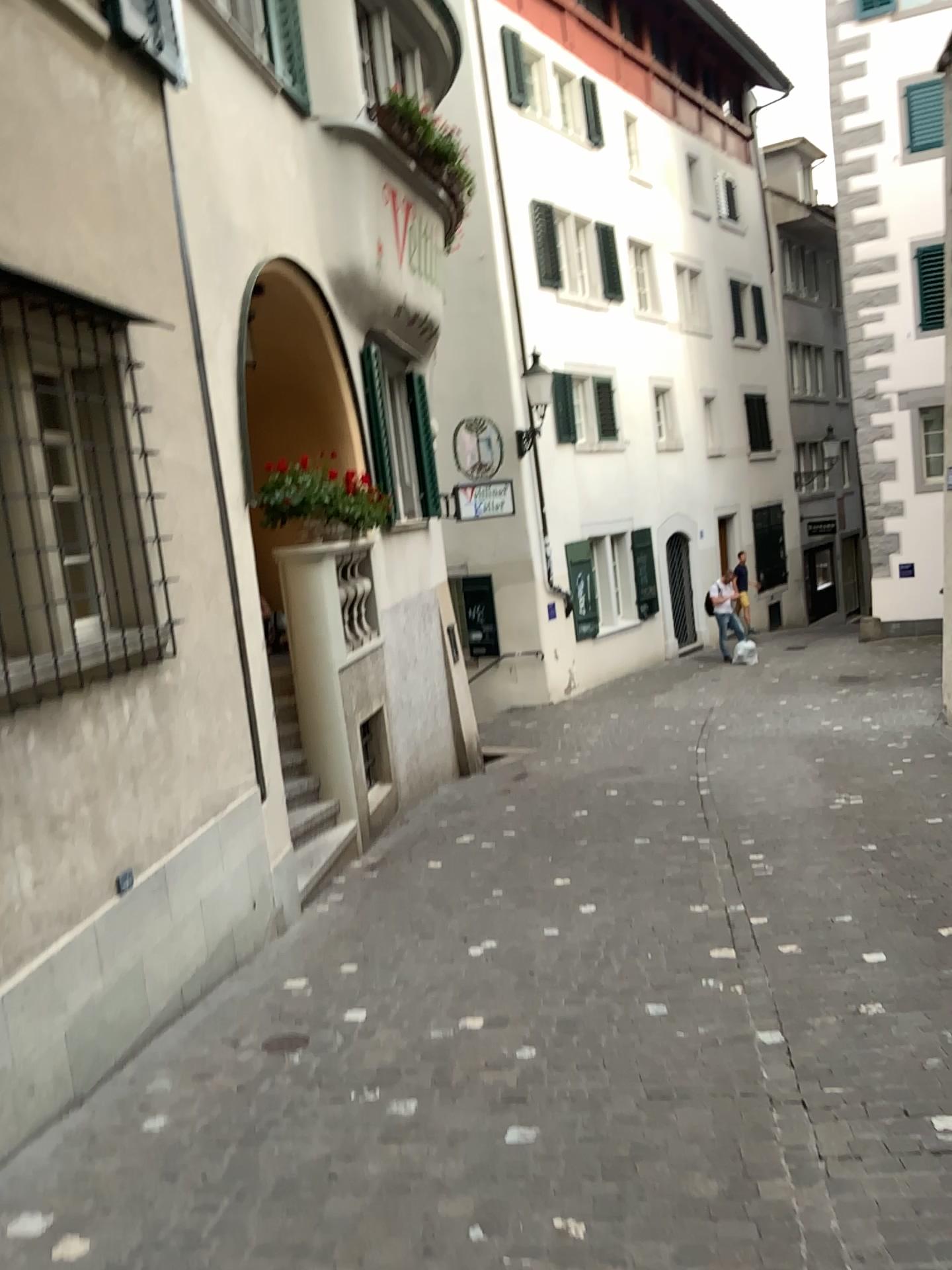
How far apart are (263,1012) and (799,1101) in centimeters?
225cm
